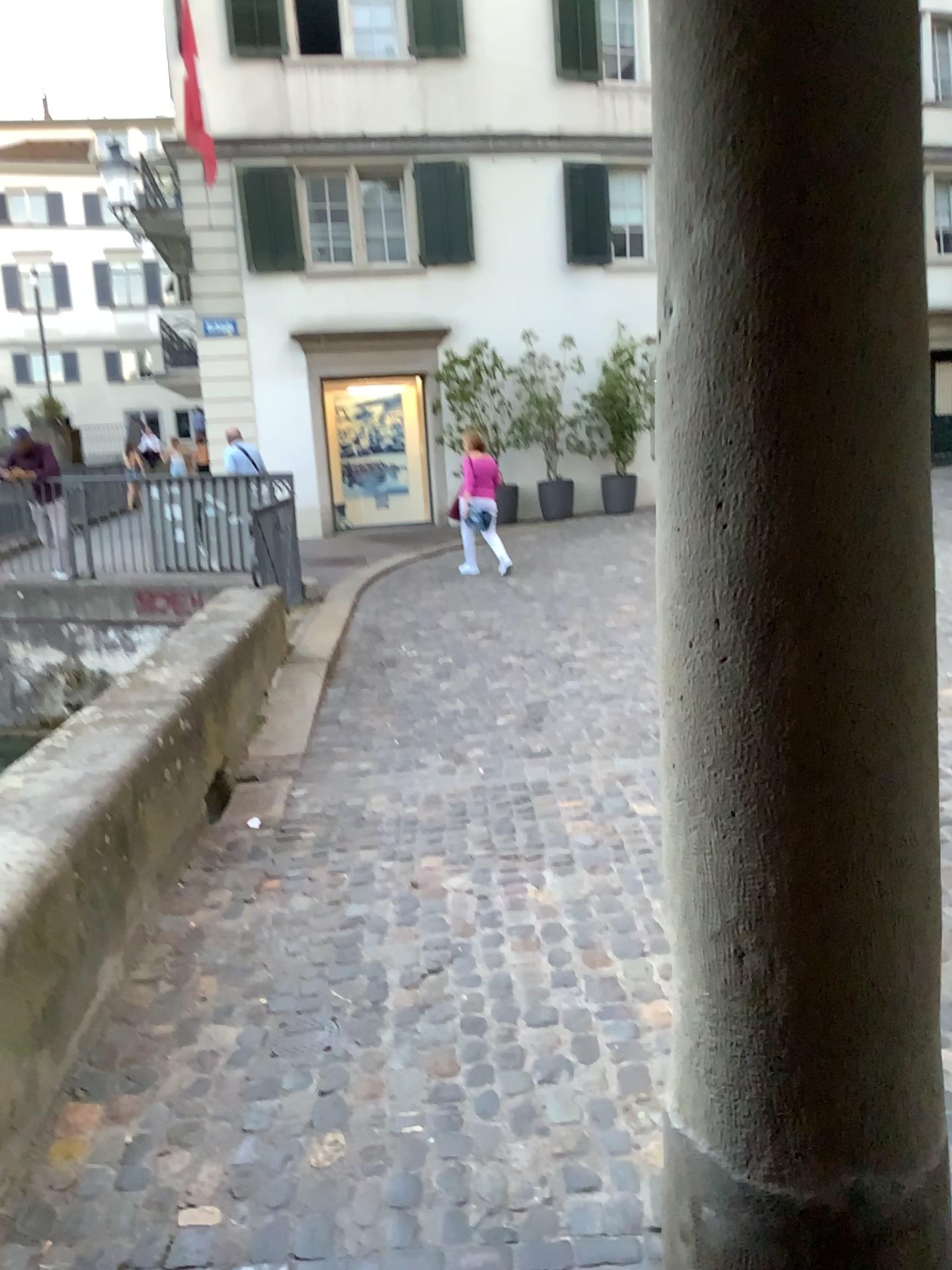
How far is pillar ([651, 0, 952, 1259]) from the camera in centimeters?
126cm

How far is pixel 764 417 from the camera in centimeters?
131cm

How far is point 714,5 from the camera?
1.3 meters
